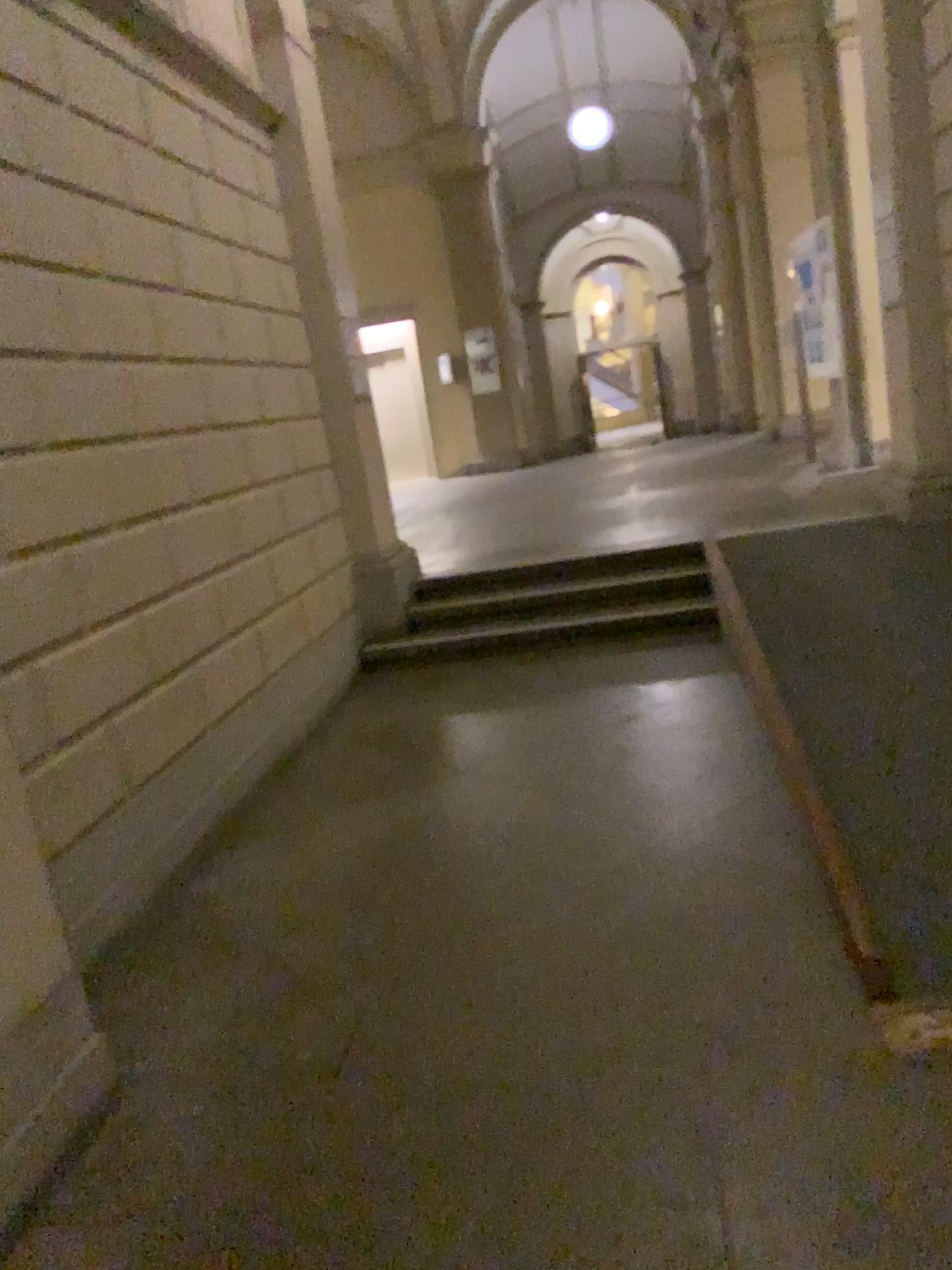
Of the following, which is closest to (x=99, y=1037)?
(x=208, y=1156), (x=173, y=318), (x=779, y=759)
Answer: (x=208, y=1156)
